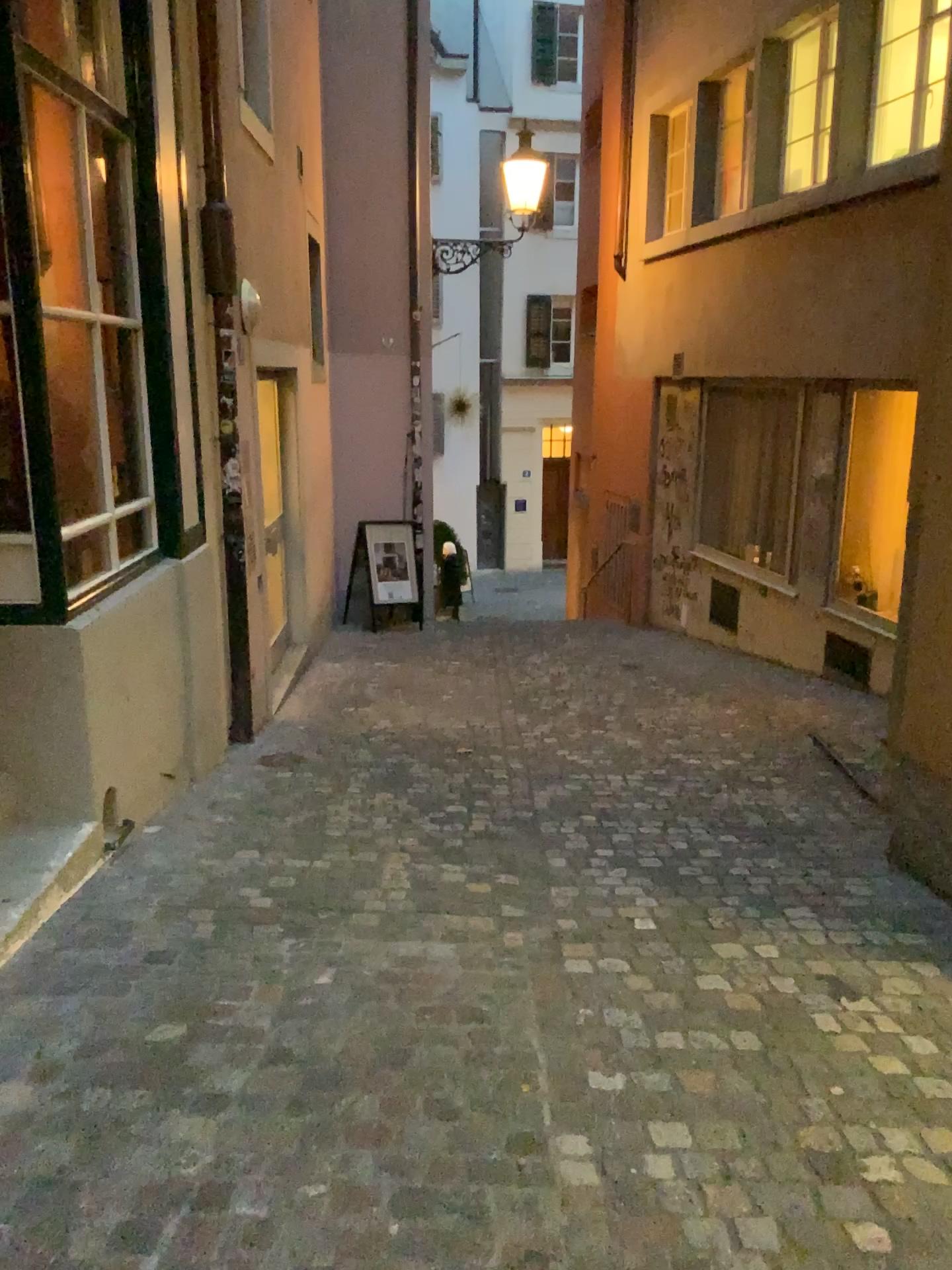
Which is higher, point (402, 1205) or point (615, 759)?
point (402, 1205)
